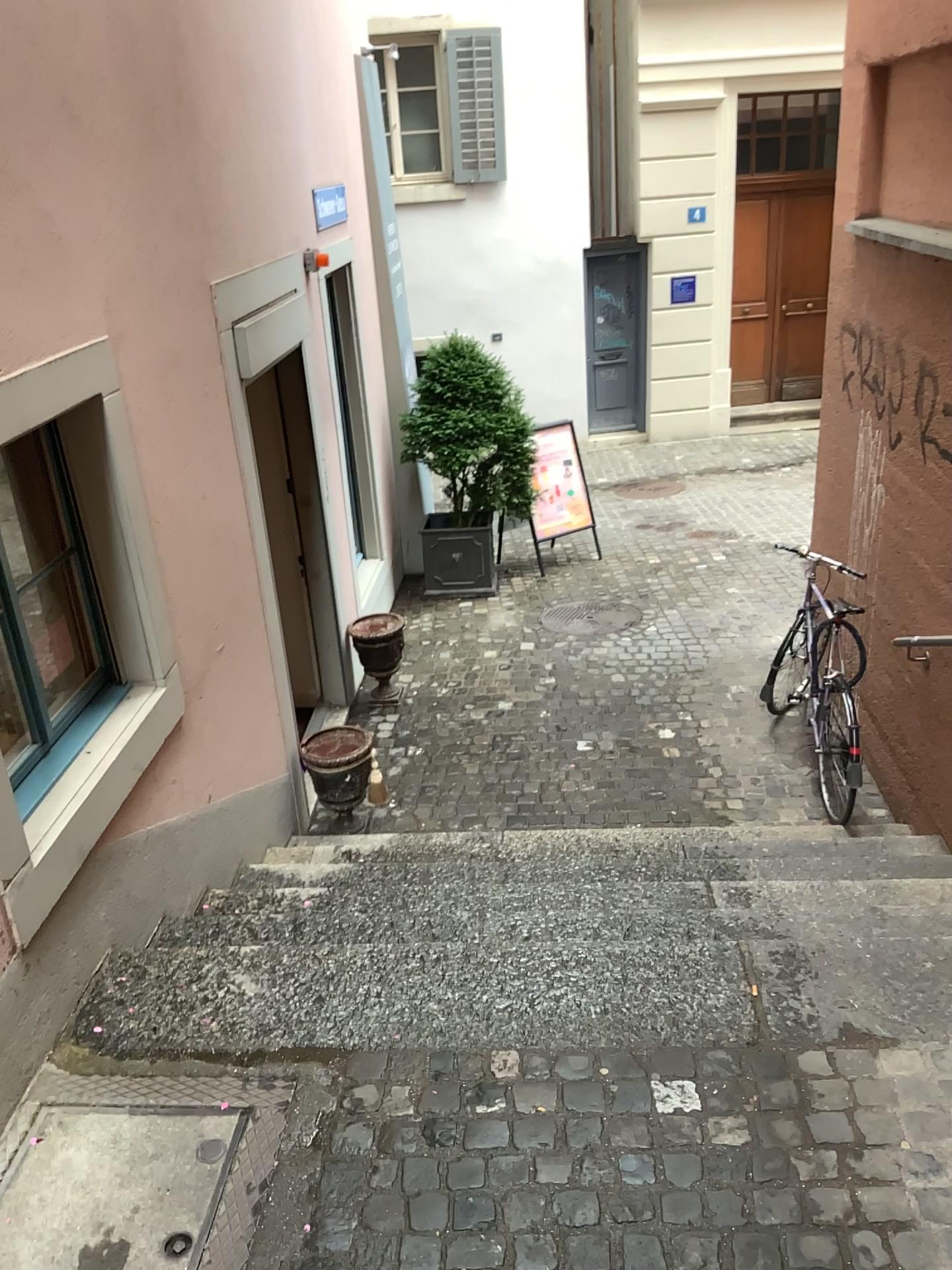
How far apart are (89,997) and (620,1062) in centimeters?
138cm
